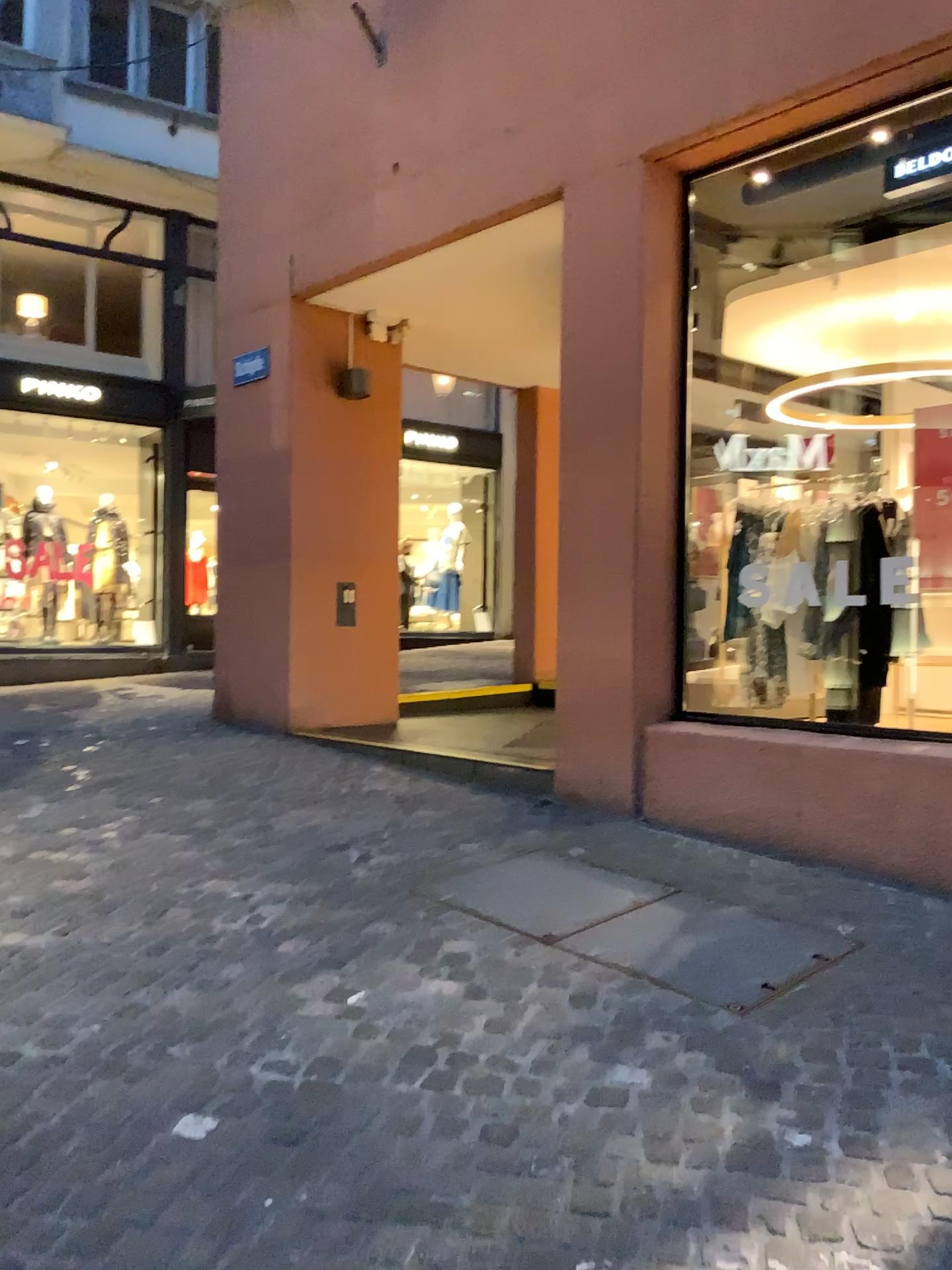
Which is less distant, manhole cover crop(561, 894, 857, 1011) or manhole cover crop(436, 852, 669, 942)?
Answer: manhole cover crop(561, 894, 857, 1011)

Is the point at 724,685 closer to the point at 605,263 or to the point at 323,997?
the point at 605,263

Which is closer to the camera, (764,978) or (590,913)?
(764,978)
